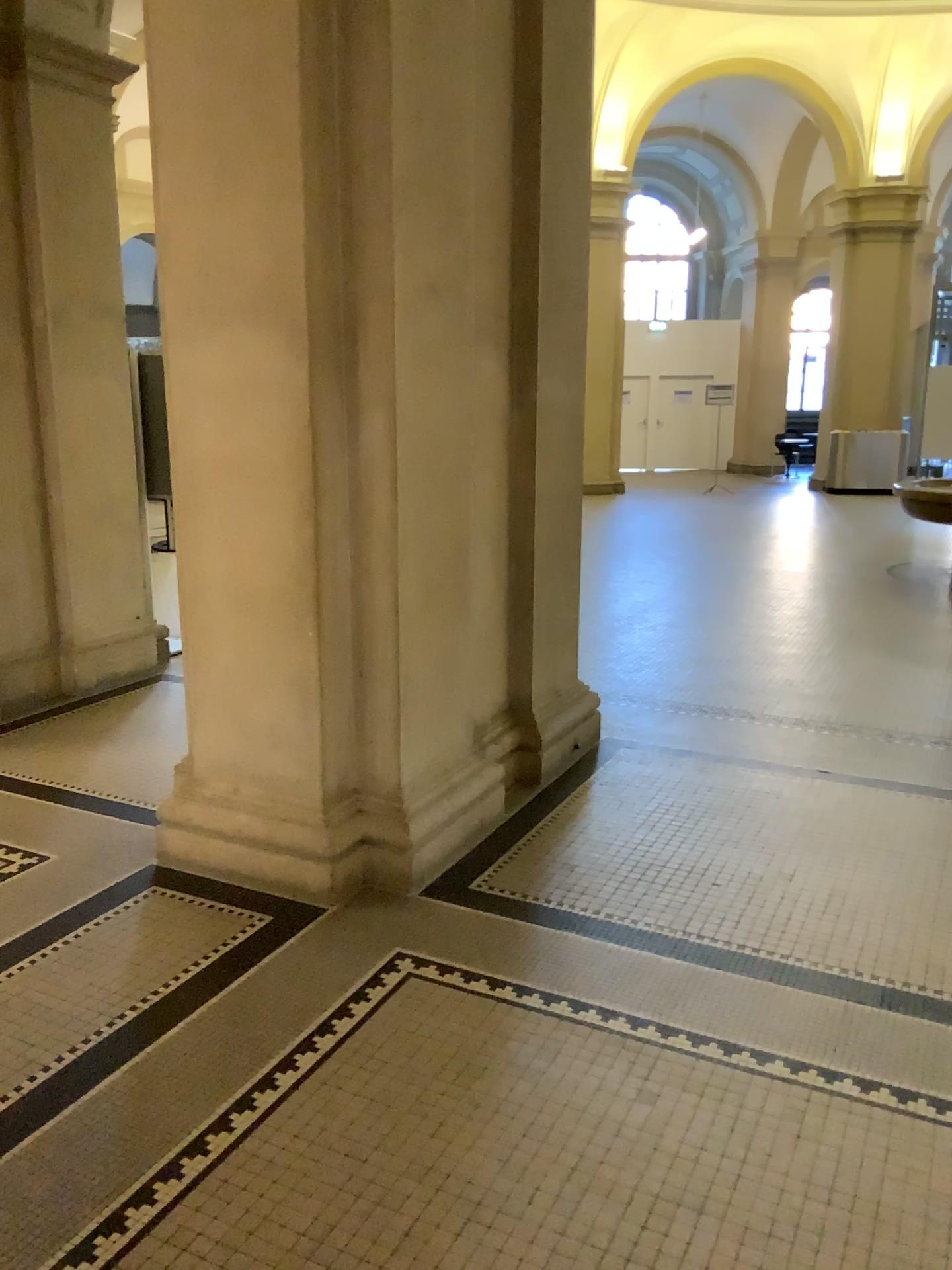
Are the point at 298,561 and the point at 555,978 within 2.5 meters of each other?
yes
